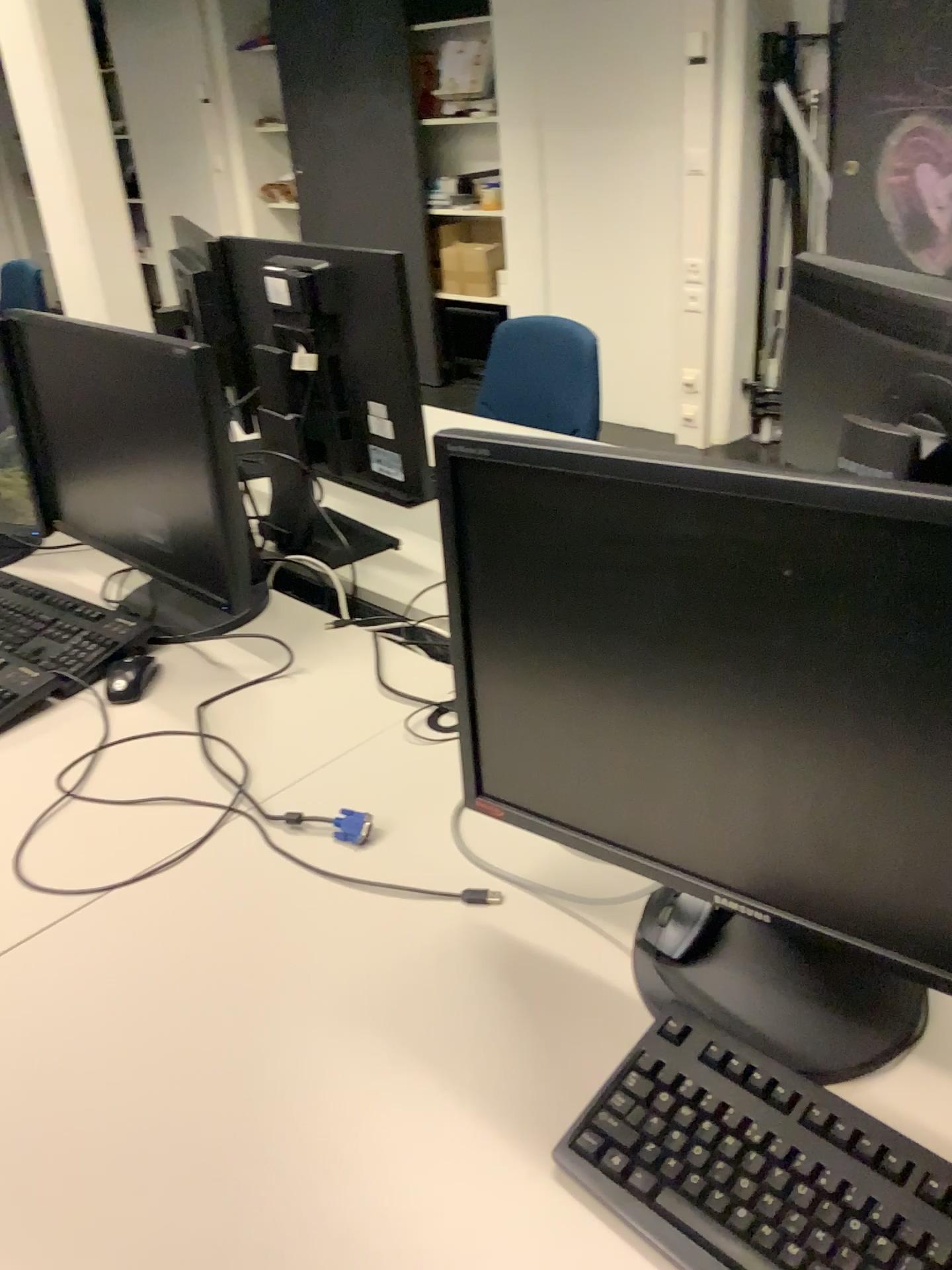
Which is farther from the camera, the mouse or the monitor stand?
the mouse

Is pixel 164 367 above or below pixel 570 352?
above

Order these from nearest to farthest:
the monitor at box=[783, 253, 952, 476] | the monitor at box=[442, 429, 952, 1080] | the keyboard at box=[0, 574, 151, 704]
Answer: the monitor at box=[442, 429, 952, 1080] < the monitor at box=[783, 253, 952, 476] < the keyboard at box=[0, 574, 151, 704]

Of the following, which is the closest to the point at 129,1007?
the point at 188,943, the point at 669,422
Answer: the point at 188,943

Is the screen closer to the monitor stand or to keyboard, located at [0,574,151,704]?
the monitor stand

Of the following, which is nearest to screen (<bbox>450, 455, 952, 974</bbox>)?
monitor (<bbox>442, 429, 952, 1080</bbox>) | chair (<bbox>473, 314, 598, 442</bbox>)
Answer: monitor (<bbox>442, 429, 952, 1080</bbox>)

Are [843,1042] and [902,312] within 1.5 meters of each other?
yes

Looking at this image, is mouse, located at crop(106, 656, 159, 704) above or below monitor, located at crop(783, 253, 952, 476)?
below

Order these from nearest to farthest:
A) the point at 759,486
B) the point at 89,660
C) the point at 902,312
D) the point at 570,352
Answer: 1. the point at 759,486
2. the point at 902,312
3. the point at 89,660
4. the point at 570,352

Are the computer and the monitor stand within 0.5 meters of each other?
yes
